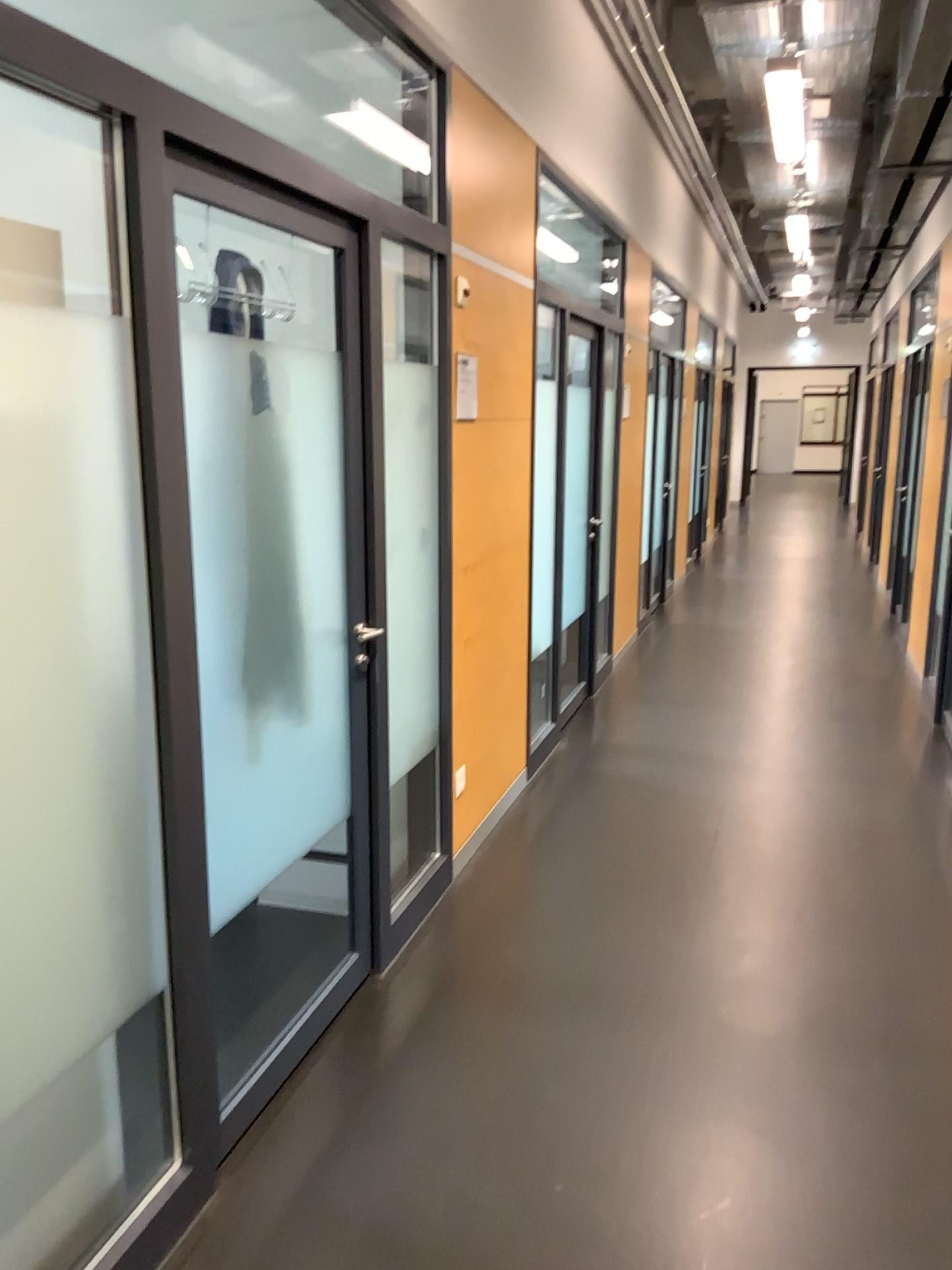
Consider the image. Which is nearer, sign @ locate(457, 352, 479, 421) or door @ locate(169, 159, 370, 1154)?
door @ locate(169, 159, 370, 1154)

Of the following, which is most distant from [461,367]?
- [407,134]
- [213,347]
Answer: [213,347]

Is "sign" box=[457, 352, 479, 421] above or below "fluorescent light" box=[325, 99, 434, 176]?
below

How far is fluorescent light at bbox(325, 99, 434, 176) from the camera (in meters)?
3.21

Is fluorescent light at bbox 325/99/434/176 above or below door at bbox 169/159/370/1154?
above

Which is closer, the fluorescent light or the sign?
the fluorescent light

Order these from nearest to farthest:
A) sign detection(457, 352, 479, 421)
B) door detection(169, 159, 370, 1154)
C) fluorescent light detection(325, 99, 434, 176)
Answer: door detection(169, 159, 370, 1154) → fluorescent light detection(325, 99, 434, 176) → sign detection(457, 352, 479, 421)

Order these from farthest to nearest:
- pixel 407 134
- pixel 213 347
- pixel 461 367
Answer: pixel 461 367, pixel 407 134, pixel 213 347

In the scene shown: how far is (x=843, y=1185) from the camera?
2.2 meters

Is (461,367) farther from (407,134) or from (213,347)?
(213,347)
